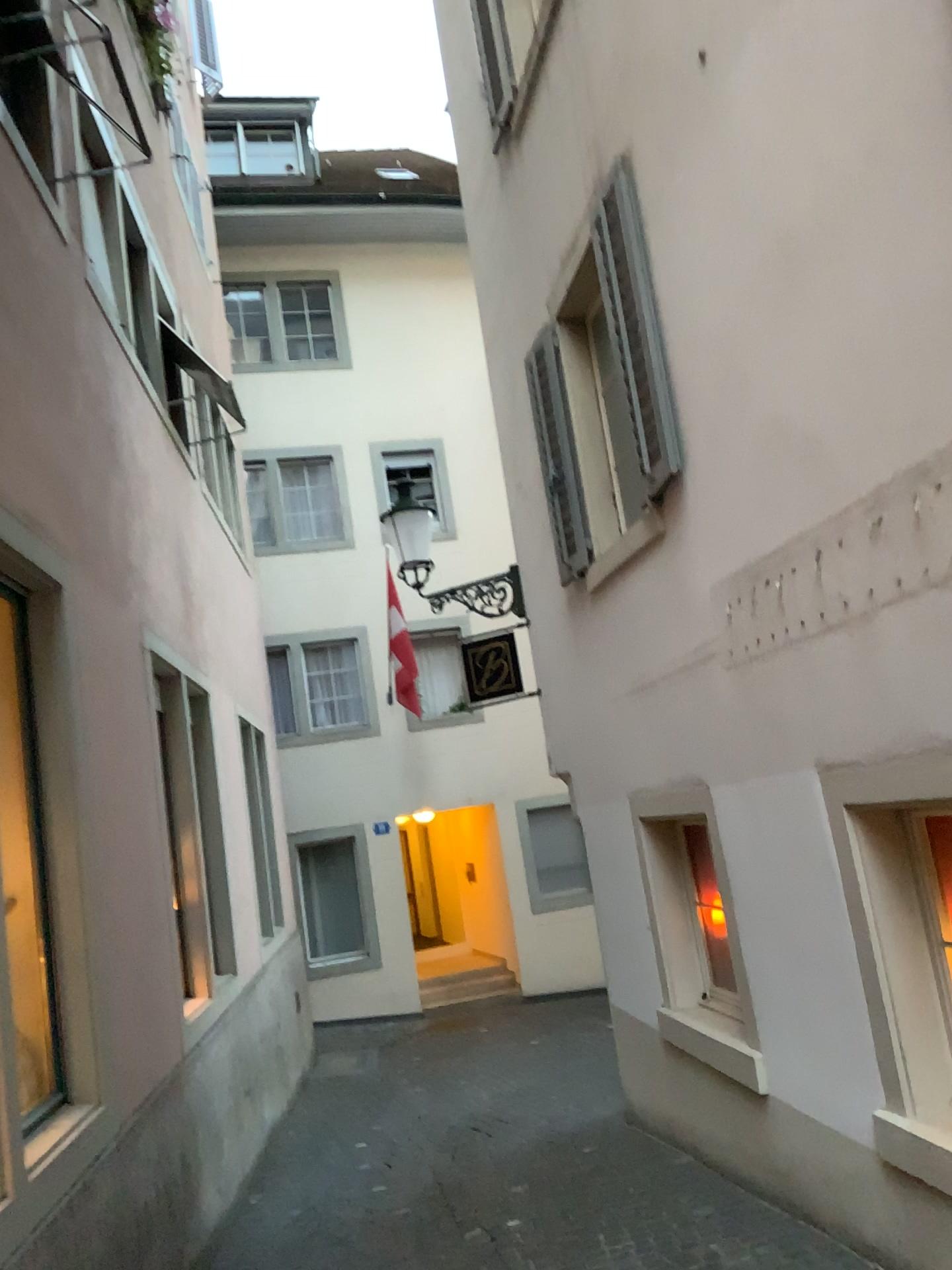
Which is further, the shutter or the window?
the shutter

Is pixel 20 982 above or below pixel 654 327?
below

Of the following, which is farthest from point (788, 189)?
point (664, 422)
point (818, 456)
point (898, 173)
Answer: point (664, 422)

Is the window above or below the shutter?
below

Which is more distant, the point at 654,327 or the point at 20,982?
the point at 654,327
